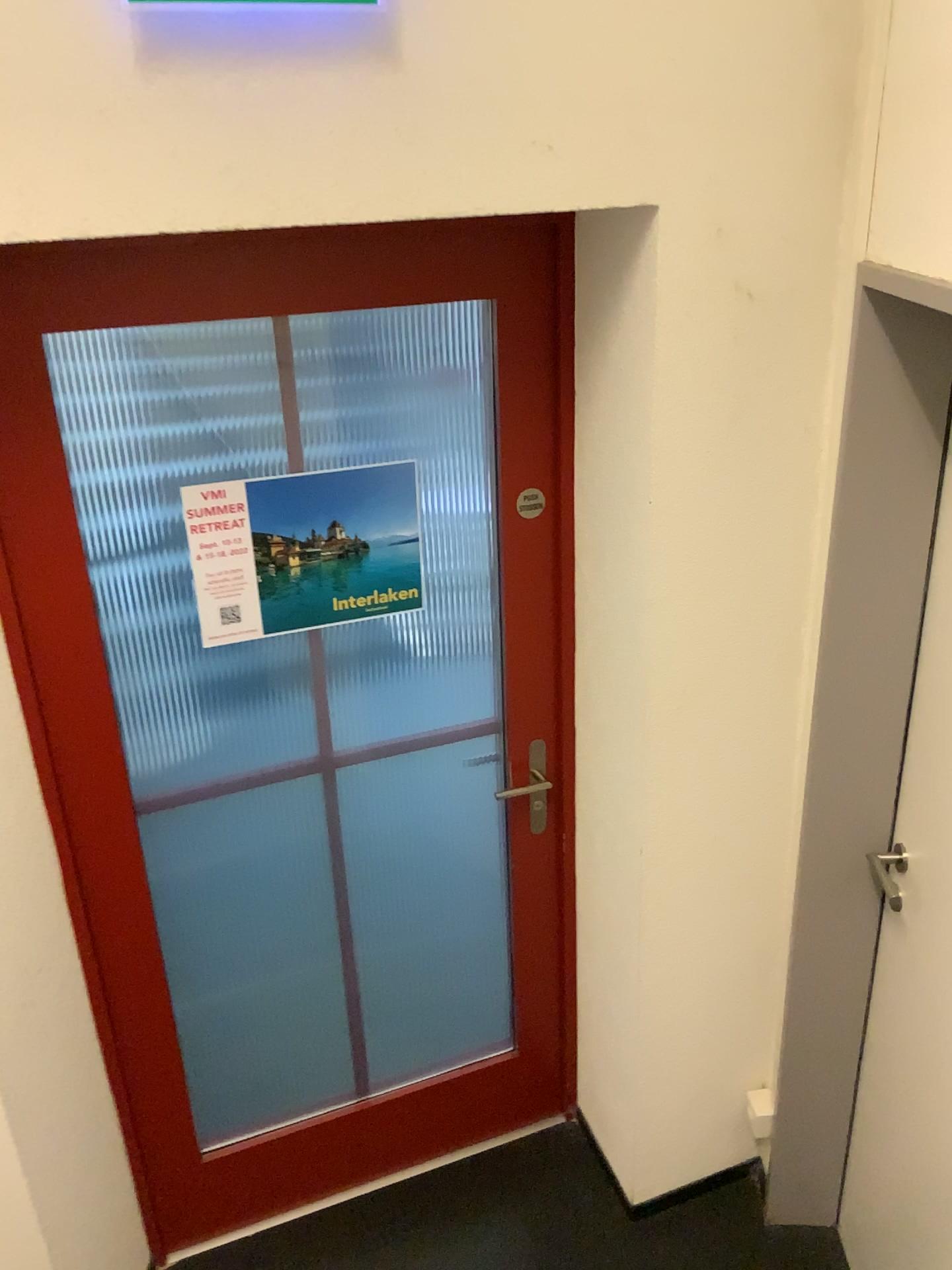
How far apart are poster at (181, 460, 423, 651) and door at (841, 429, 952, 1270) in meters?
0.9 m

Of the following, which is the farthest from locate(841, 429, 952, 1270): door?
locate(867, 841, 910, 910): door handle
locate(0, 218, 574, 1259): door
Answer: locate(0, 218, 574, 1259): door

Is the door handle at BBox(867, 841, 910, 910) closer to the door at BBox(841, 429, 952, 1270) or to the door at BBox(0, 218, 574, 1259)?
the door at BBox(841, 429, 952, 1270)

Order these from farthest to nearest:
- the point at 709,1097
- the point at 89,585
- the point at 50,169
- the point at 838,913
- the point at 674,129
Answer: the point at 709,1097
the point at 838,913
the point at 89,585
the point at 674,129
the point at 50,169

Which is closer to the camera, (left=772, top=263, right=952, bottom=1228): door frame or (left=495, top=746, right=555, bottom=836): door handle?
(left=772, top=263, right=952, bottom=1228): door frame

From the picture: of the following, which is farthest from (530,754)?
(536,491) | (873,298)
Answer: (873,298)

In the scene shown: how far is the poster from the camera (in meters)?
1.83

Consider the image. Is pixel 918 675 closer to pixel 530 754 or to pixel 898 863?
pixel 898 863

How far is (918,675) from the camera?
1.74m

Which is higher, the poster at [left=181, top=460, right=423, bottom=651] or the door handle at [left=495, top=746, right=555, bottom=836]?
the poster at [left=181, top=460, right=423, bottom=651]
